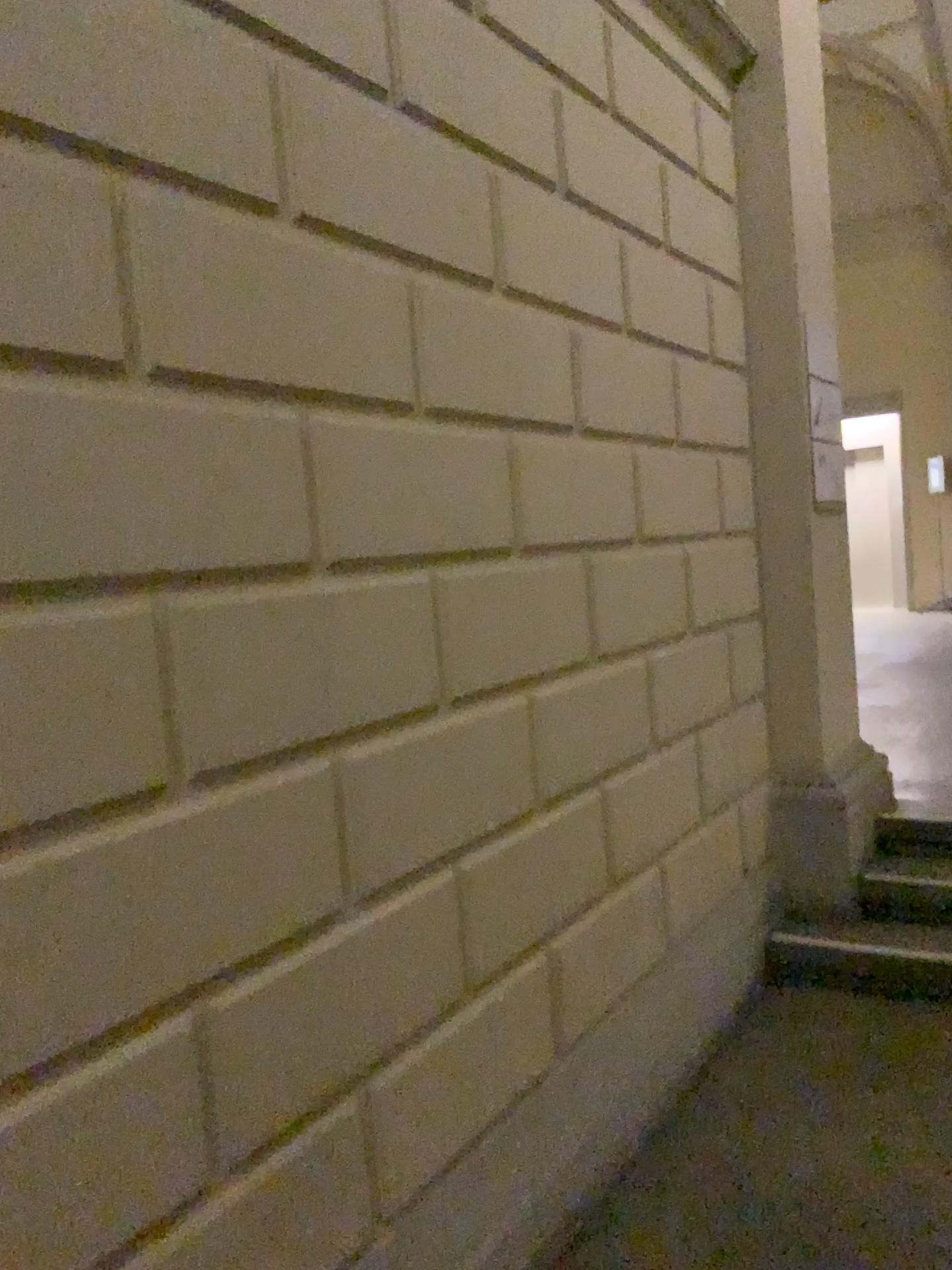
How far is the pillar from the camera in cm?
365

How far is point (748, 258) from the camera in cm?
365

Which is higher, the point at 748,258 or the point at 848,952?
the point at 748,258

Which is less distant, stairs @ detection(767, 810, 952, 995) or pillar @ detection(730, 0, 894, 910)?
stairs @ detection(767, 810, 952, 995)

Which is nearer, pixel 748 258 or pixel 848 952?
pixel 848 952

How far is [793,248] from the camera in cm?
378
